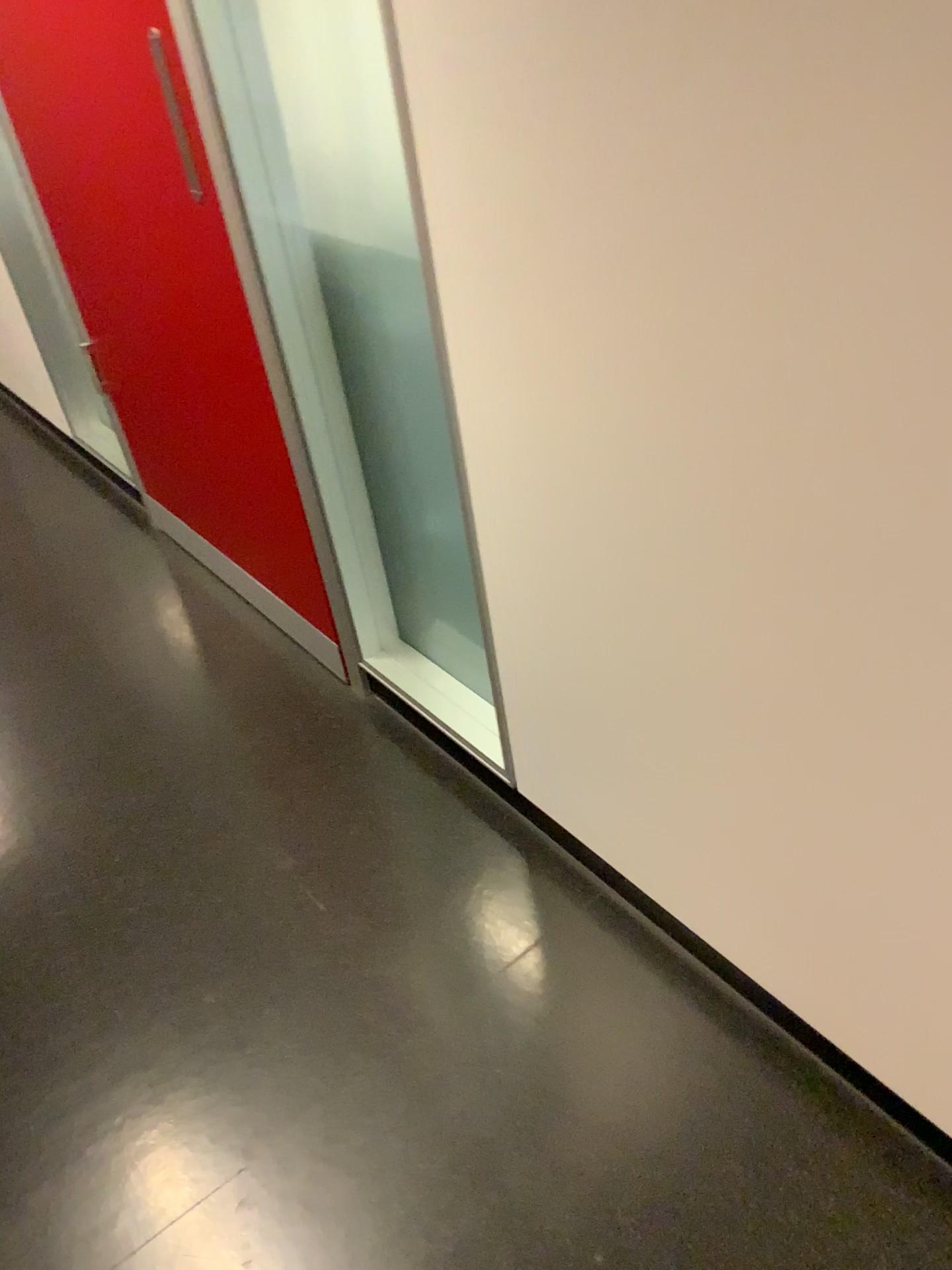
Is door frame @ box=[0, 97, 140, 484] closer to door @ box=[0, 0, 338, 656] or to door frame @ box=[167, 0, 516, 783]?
door @ box=[0, 0, 338, 656]

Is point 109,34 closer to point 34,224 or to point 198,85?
point 198,85

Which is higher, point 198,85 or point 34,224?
point 198,85

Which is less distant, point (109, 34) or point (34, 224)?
point (109, 34)

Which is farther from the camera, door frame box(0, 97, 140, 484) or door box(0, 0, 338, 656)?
door frame box(0, 97, 140, 484)

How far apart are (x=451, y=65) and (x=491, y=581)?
0.6m

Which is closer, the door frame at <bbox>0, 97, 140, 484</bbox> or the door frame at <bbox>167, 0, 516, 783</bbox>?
the door frame at <bbox>167, 0, 516, 783</bbox>

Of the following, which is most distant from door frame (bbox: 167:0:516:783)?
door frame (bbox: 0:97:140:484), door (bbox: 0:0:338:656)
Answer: door frame (bbox: 0:97:140:484)
